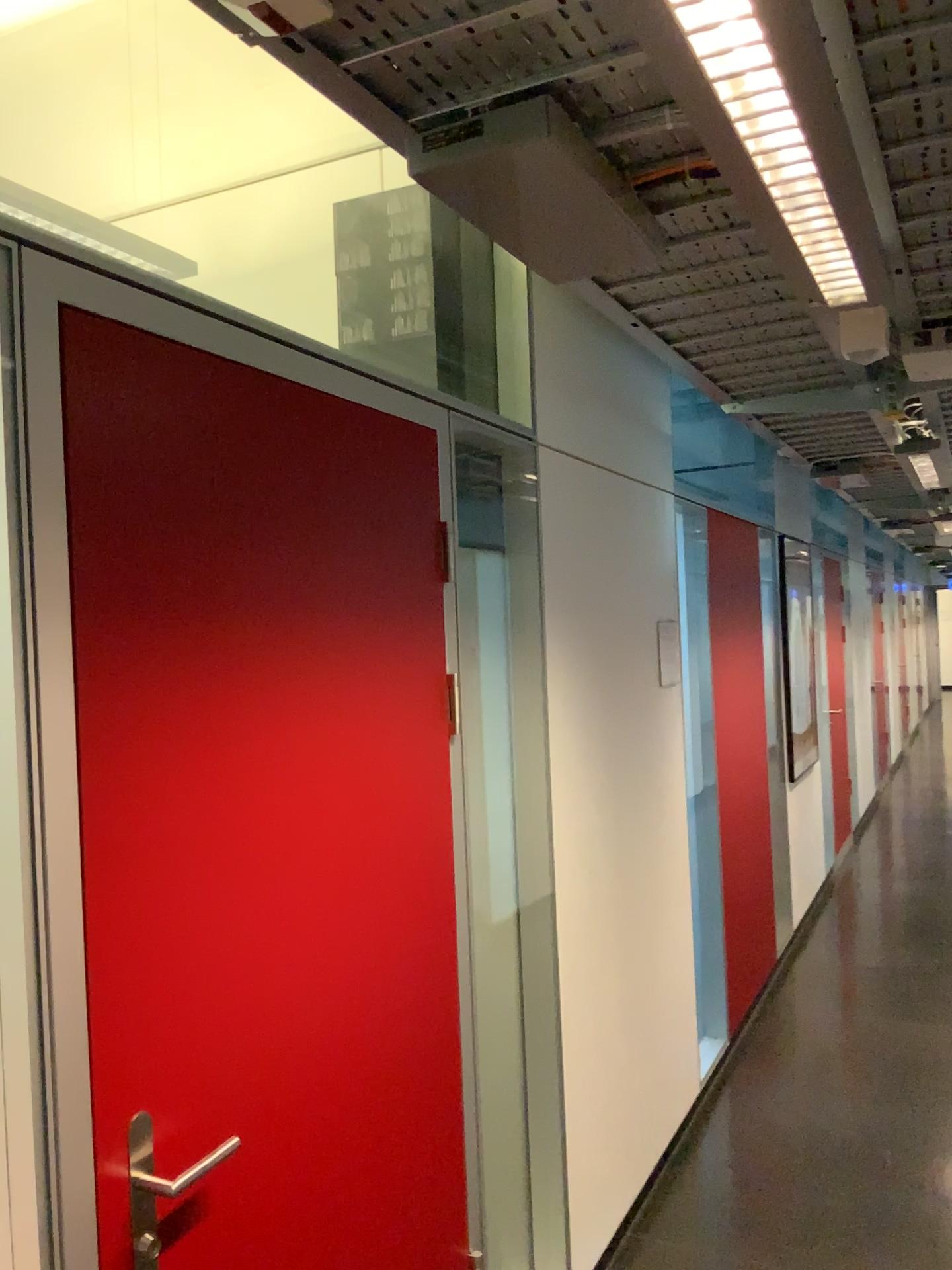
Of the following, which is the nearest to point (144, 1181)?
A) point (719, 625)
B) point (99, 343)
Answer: point (99, 343)

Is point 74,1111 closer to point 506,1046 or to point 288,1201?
point 288,1201

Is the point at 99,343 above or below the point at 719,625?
above

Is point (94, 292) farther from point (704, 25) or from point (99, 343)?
point (704, 25)

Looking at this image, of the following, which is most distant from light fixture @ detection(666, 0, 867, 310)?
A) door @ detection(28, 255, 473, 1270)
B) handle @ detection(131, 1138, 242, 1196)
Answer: handle @ detection(131, 1138, 242, 1196)

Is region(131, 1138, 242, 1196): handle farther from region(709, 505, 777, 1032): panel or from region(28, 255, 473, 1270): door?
region(709, 505, 777, 1032): panel

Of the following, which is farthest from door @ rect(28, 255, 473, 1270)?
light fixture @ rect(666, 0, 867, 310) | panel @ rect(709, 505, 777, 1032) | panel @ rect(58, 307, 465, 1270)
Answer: panel @ rect(709, 505, 777, 1032)

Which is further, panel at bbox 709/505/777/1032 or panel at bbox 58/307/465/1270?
panel at bbox 709/505/777/1032

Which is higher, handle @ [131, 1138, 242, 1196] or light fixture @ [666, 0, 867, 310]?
light fixture @ [666, 0, 867, 310]

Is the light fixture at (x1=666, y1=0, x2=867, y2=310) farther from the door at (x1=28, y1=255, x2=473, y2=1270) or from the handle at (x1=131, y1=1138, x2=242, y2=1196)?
the handle at (x1=131, y1=1138, x2=242, y2=1196)
